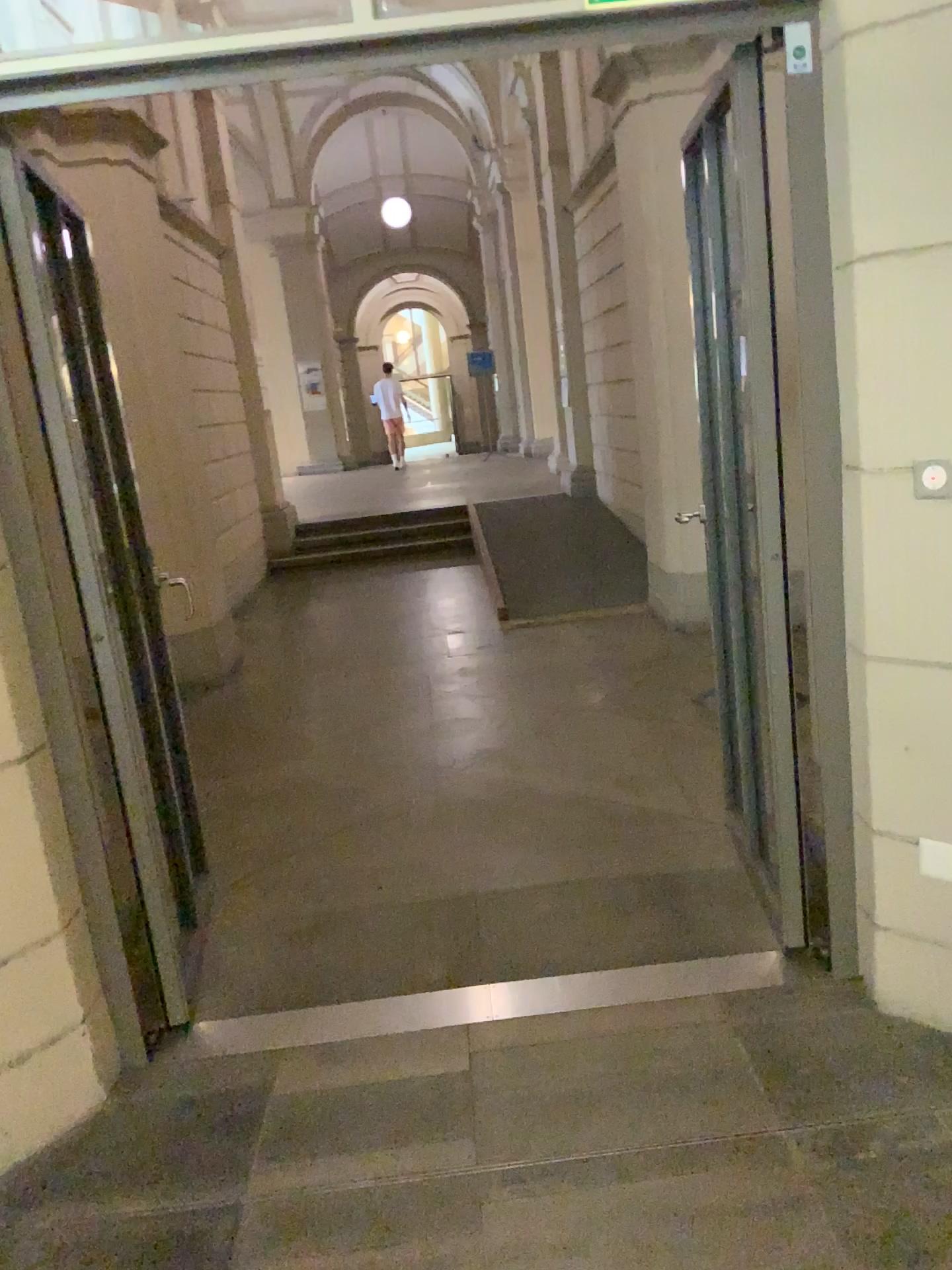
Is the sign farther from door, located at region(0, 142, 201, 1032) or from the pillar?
door, located at region(0, 142, 201, 1032)

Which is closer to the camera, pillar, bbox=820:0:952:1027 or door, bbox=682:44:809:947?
pillar, bbox=820:0:952:1027

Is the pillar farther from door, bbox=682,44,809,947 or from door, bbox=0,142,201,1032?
door, bbox=0,142,201,1032

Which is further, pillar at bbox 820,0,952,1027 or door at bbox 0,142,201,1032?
door at bbox 0,142,201,1032

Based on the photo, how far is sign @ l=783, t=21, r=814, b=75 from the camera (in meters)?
2.09

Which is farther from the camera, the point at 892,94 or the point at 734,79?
the point at 734,79

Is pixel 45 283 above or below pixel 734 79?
below

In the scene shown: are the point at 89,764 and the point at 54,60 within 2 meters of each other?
yes

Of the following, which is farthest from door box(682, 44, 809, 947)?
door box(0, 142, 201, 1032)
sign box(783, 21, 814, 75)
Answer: door box(0, 142, 201, 1032)

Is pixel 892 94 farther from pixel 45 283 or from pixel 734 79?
pixel 45 283
